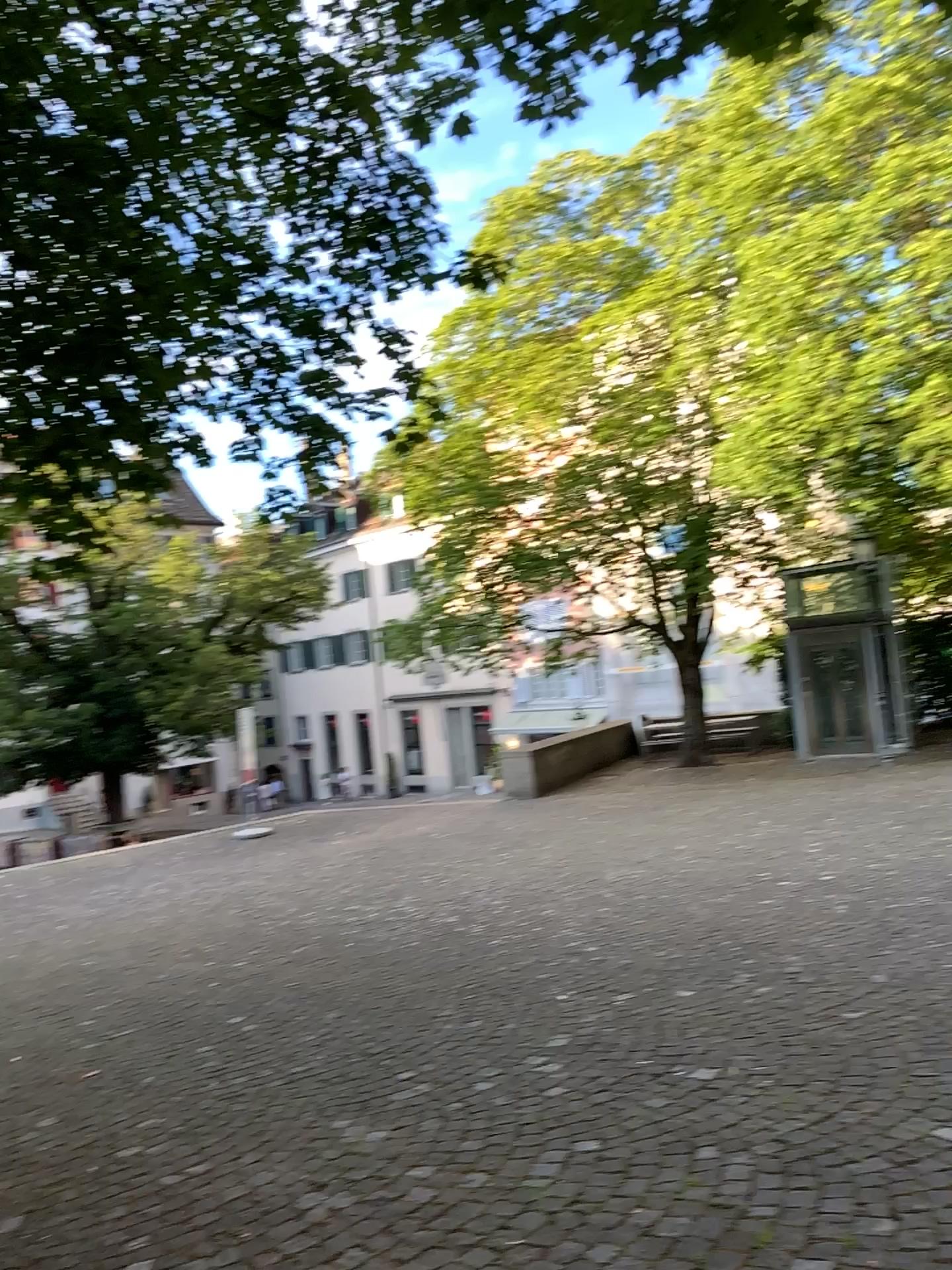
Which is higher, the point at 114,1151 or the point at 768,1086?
the point at 768,1086
